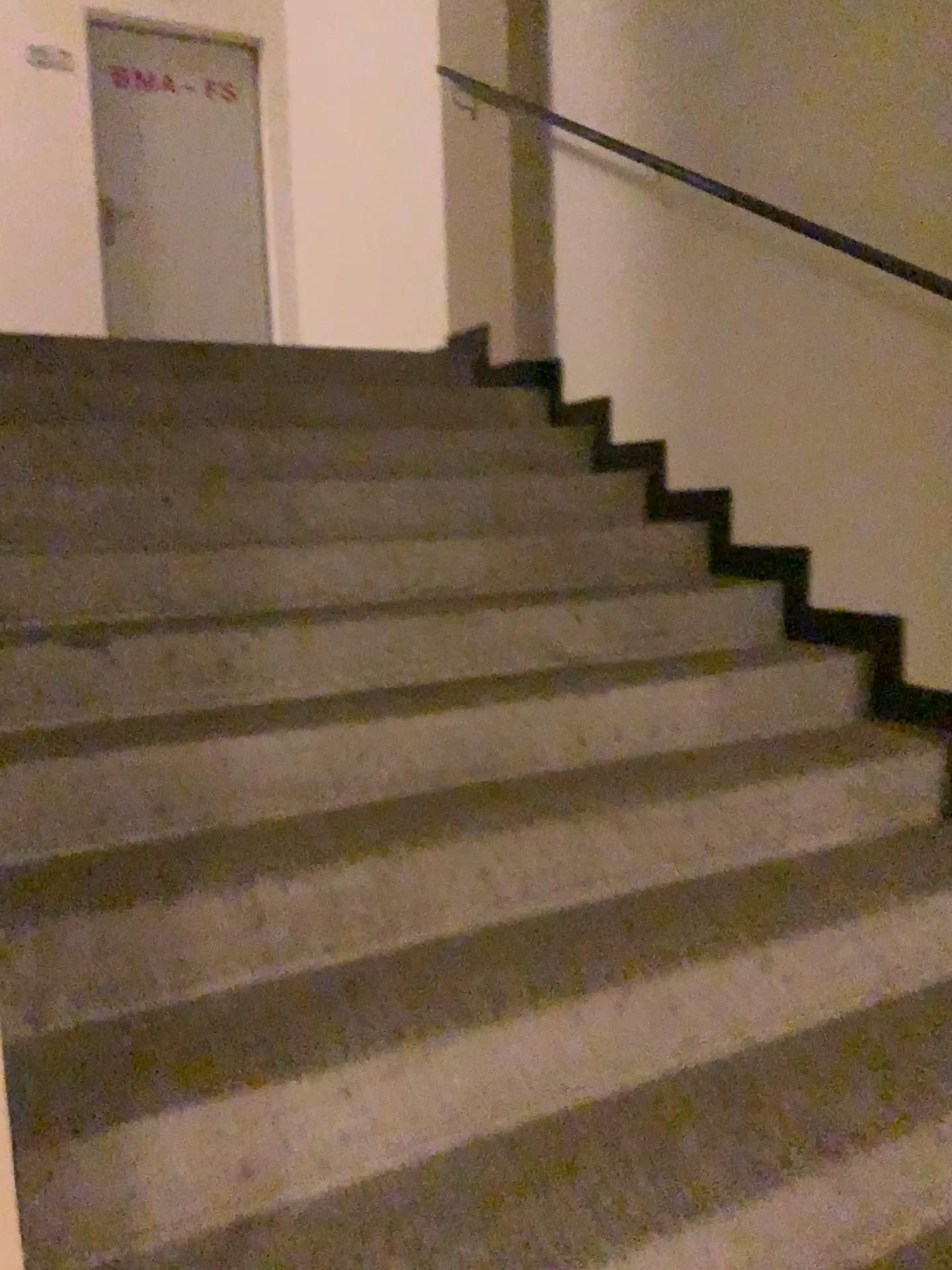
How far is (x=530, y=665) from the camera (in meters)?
2.41
